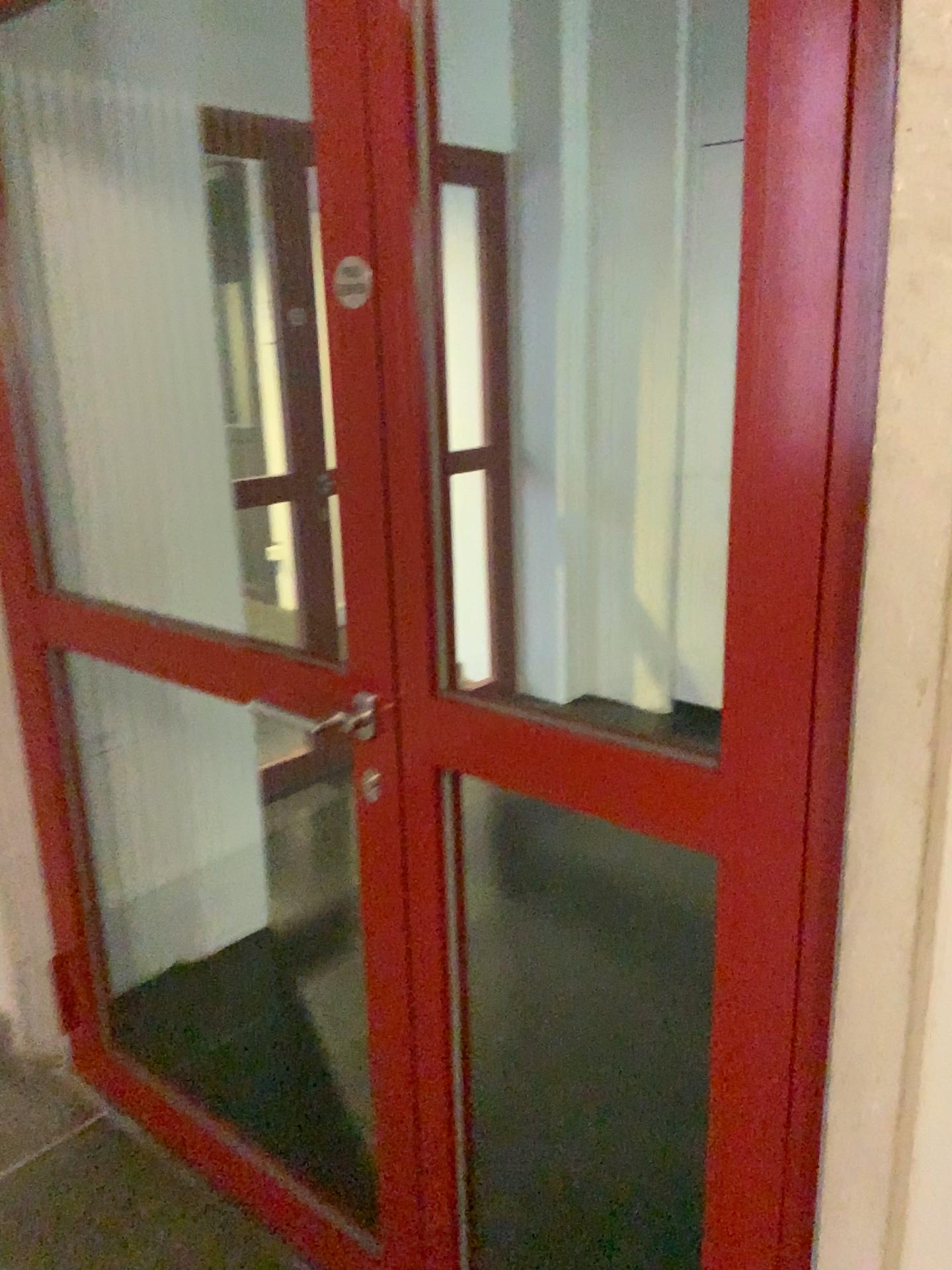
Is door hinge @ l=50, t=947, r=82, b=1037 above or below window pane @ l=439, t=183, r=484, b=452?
below

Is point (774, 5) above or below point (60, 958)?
above

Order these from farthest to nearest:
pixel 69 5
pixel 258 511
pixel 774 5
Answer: pixel 258 511
pixel 69 5
pixel 774 5

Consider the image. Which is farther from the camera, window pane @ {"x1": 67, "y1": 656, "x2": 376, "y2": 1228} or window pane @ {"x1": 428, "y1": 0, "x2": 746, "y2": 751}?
window pane @ {"x1": 428, "y1": 0, "x2": 746, "y2": 751}

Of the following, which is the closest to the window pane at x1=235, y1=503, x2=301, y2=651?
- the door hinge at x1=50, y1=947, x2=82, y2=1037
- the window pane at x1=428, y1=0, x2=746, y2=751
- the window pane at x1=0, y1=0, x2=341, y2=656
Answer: the window pane at x1=0, y1=0, x2=341, y2=656

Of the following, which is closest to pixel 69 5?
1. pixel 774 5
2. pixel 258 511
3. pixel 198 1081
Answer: pixel 258 511

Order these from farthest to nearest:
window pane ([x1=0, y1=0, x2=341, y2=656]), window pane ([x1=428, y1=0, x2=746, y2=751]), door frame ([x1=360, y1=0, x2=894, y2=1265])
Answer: window pane ([x1=428, y1=0, x2=746, y2=751]), window pane ([x1=0, y1=0, x2=341, y2=656]), door frame ([x1=360, y1=0, x2=894, y2=1265])

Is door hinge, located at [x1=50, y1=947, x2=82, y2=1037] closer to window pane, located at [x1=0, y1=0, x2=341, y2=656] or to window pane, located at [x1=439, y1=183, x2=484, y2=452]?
window pane, located at [x1=0, y1=0, x2=341, y2=656]

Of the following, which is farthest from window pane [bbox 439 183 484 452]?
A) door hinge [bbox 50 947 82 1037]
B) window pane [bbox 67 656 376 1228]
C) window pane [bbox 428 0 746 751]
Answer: door hinge [bbox 50 947 82 1037]

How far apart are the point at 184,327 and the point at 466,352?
1.9 meters
